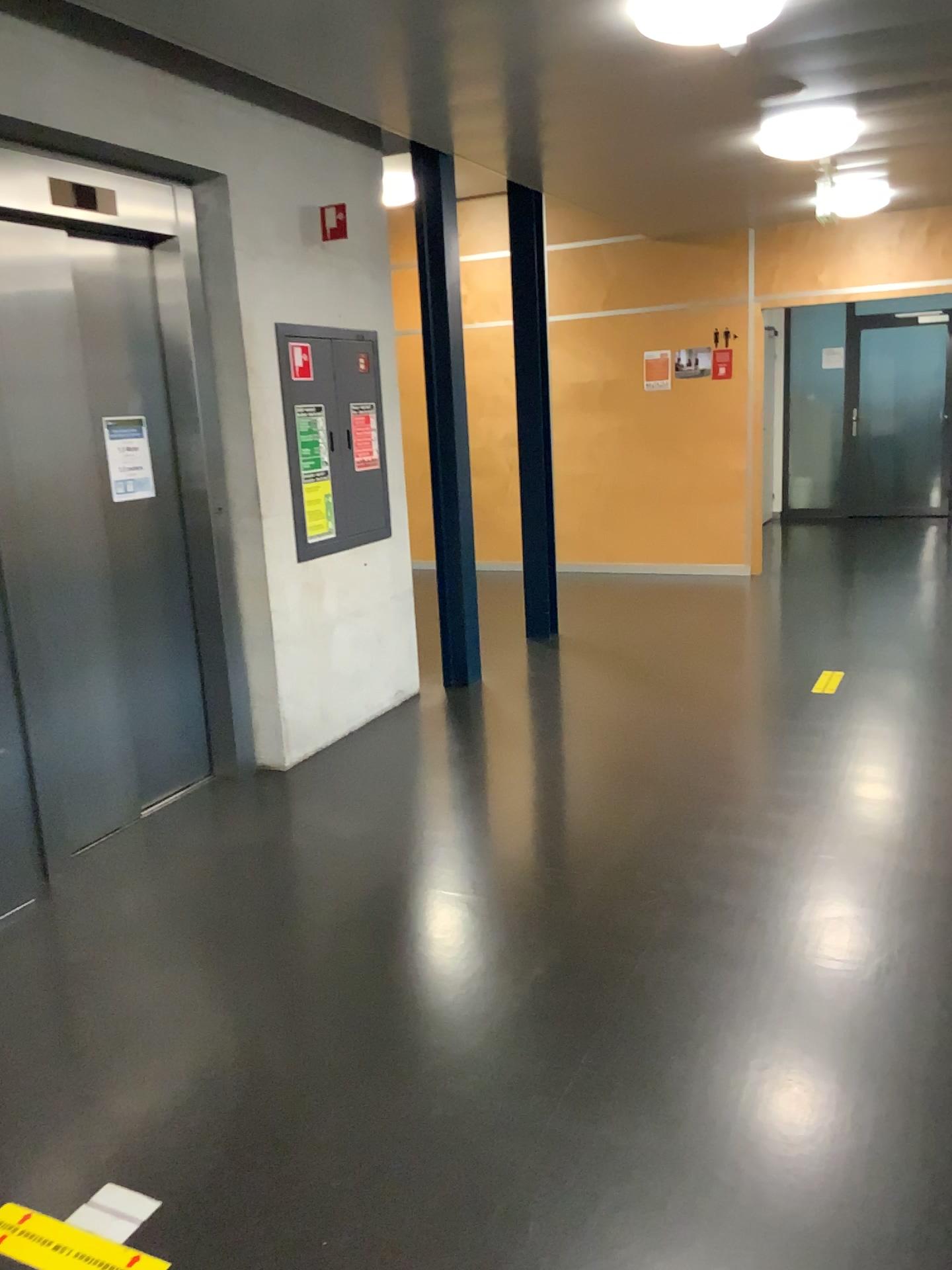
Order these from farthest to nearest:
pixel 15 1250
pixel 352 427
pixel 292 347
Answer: pixel 352 427
pixel 292 347
pixel 15 1250

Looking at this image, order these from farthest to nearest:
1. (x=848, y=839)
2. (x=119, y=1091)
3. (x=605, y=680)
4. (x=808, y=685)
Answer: (x=605, y=680)
(x=808, y=685)
(x=848, y=839)
(x=119, y=1091)

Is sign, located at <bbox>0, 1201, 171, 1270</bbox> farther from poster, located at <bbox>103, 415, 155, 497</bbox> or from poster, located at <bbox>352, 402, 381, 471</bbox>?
poster, located at <bbox>352, 402, 381, 471</bbox>

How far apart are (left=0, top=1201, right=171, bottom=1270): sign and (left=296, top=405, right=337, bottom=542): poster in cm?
302

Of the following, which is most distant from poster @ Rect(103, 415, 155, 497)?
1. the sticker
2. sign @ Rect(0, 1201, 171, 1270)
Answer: sign @ Rect(0, 1201, 171, 1270)

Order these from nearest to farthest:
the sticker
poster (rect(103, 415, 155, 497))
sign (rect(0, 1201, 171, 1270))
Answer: sign (rect(0, 1201, 171, 1270)), poster (rect(103, 415, 155, 497)), the sticker

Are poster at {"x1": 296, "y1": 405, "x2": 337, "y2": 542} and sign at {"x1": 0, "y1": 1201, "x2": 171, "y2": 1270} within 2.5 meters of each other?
no

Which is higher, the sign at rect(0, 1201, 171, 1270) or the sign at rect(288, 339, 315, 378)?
the sign at rect(288, 339, 315, 378)

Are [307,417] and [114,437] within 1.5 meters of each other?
yes

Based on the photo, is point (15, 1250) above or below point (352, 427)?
below
